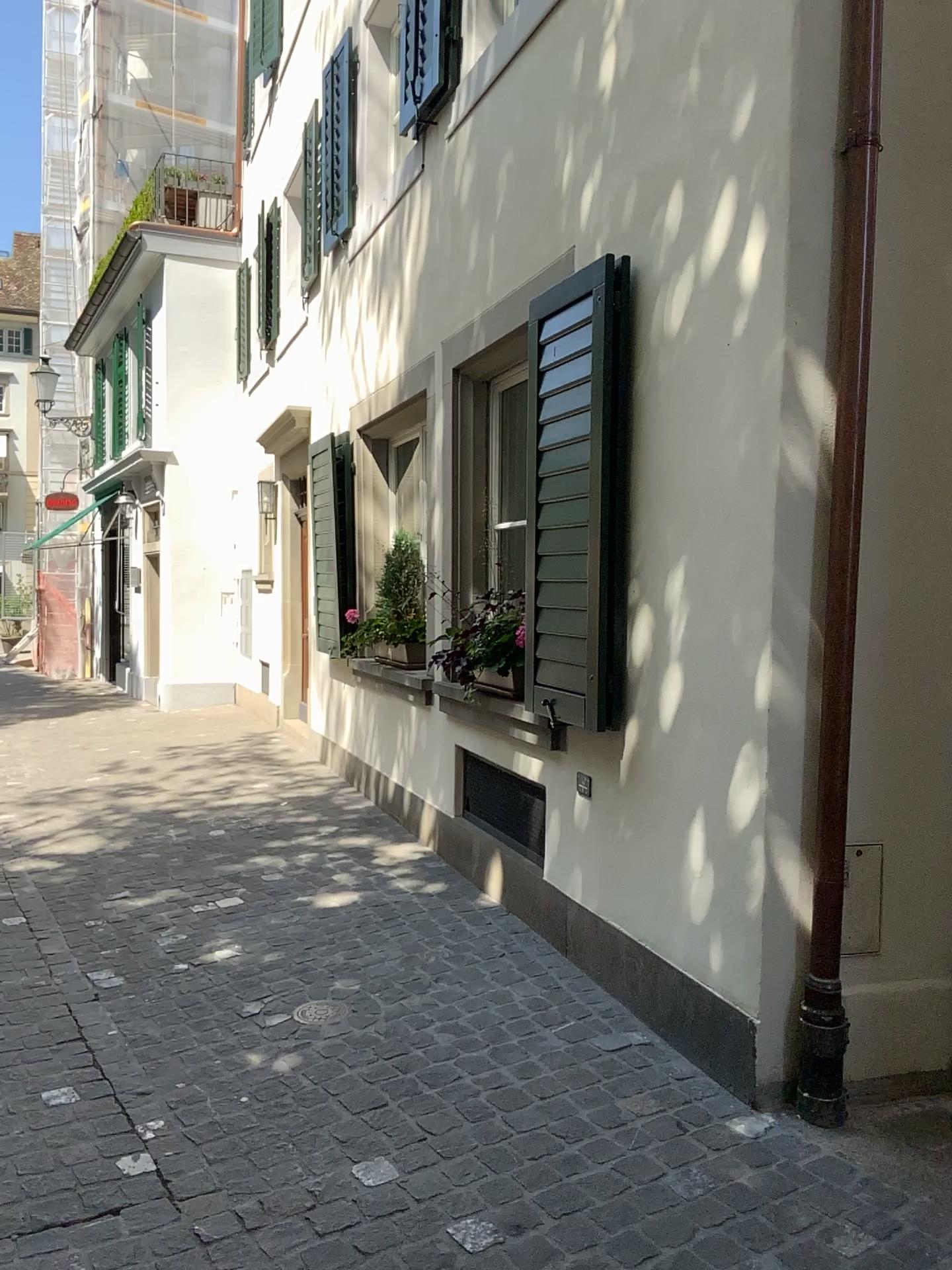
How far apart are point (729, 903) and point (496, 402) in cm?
257

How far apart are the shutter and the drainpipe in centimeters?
87cm

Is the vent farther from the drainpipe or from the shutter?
the drainpipe

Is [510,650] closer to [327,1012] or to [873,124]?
[327,1012]

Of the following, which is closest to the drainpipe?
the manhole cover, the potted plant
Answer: the manhole cover

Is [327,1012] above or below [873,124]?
below

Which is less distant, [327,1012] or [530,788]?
[327,1012]

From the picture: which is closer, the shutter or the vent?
the shutter

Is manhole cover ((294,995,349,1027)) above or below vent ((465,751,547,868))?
below

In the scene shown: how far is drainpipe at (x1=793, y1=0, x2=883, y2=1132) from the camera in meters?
2.7 m
